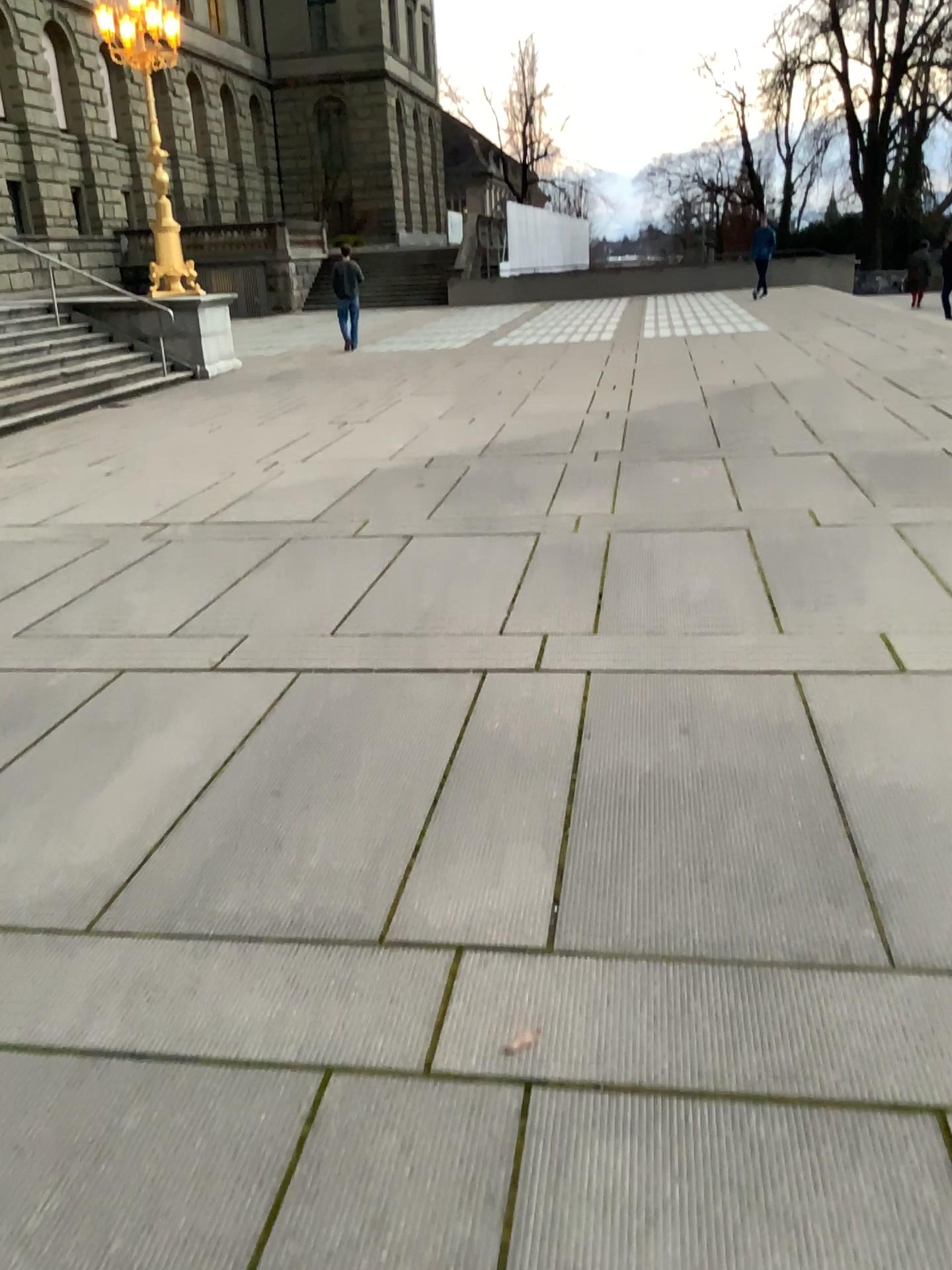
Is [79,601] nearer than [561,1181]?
No
